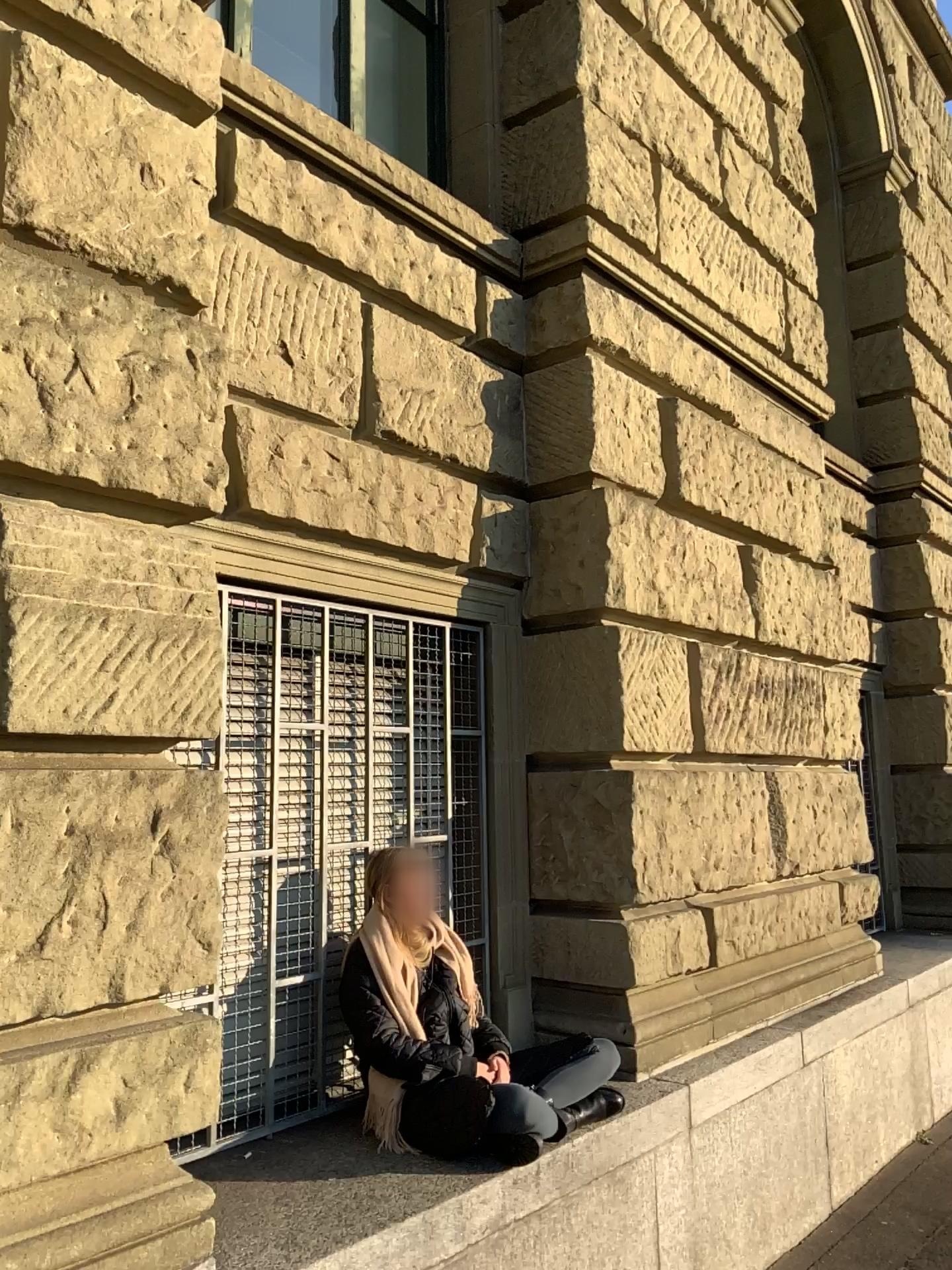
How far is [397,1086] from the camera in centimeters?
286cm

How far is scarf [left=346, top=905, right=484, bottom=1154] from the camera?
2.9 meters

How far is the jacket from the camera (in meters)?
2.88

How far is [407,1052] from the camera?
2.9m

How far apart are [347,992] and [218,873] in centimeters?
112cm
